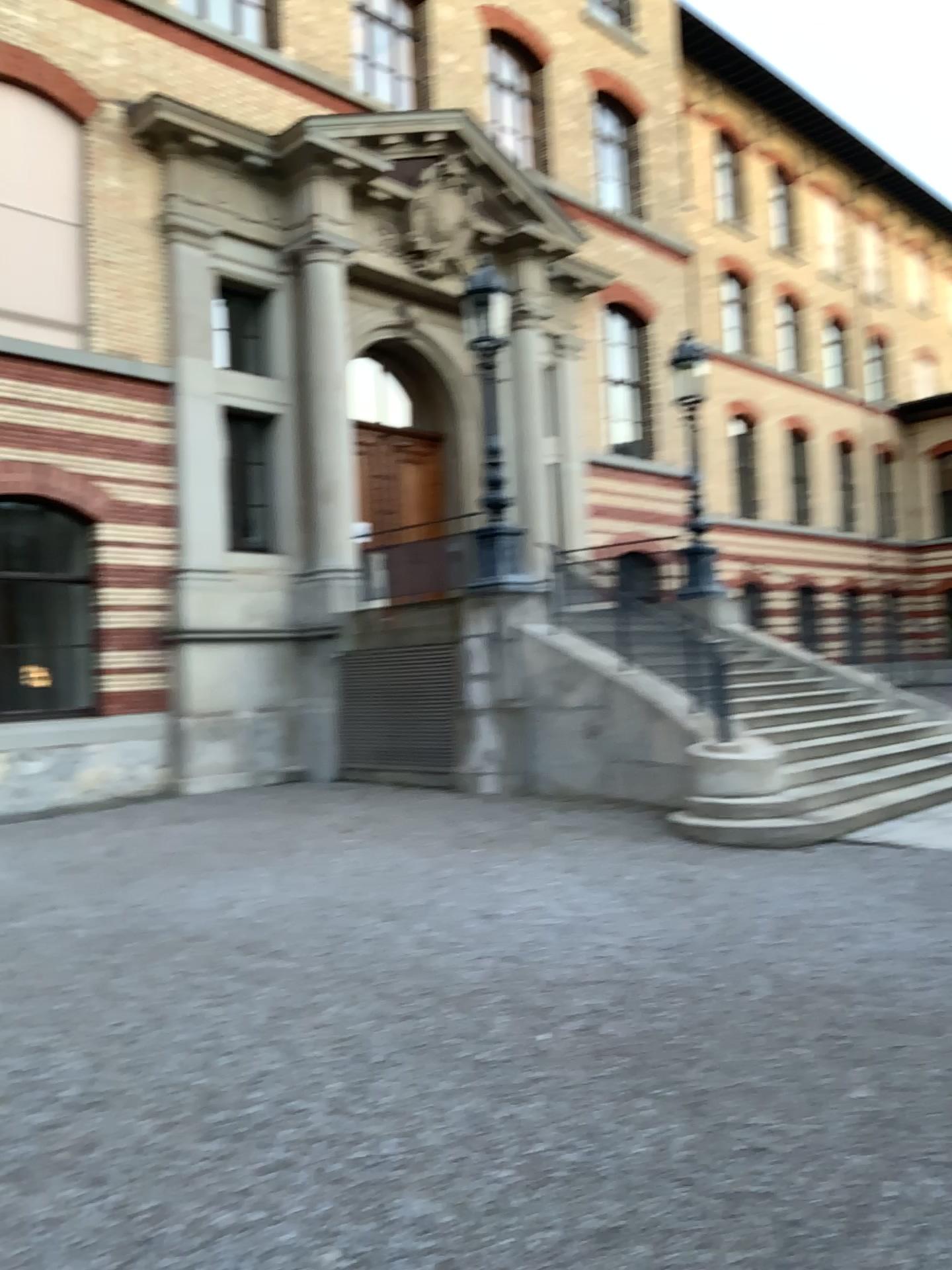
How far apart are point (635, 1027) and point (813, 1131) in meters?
1.1
